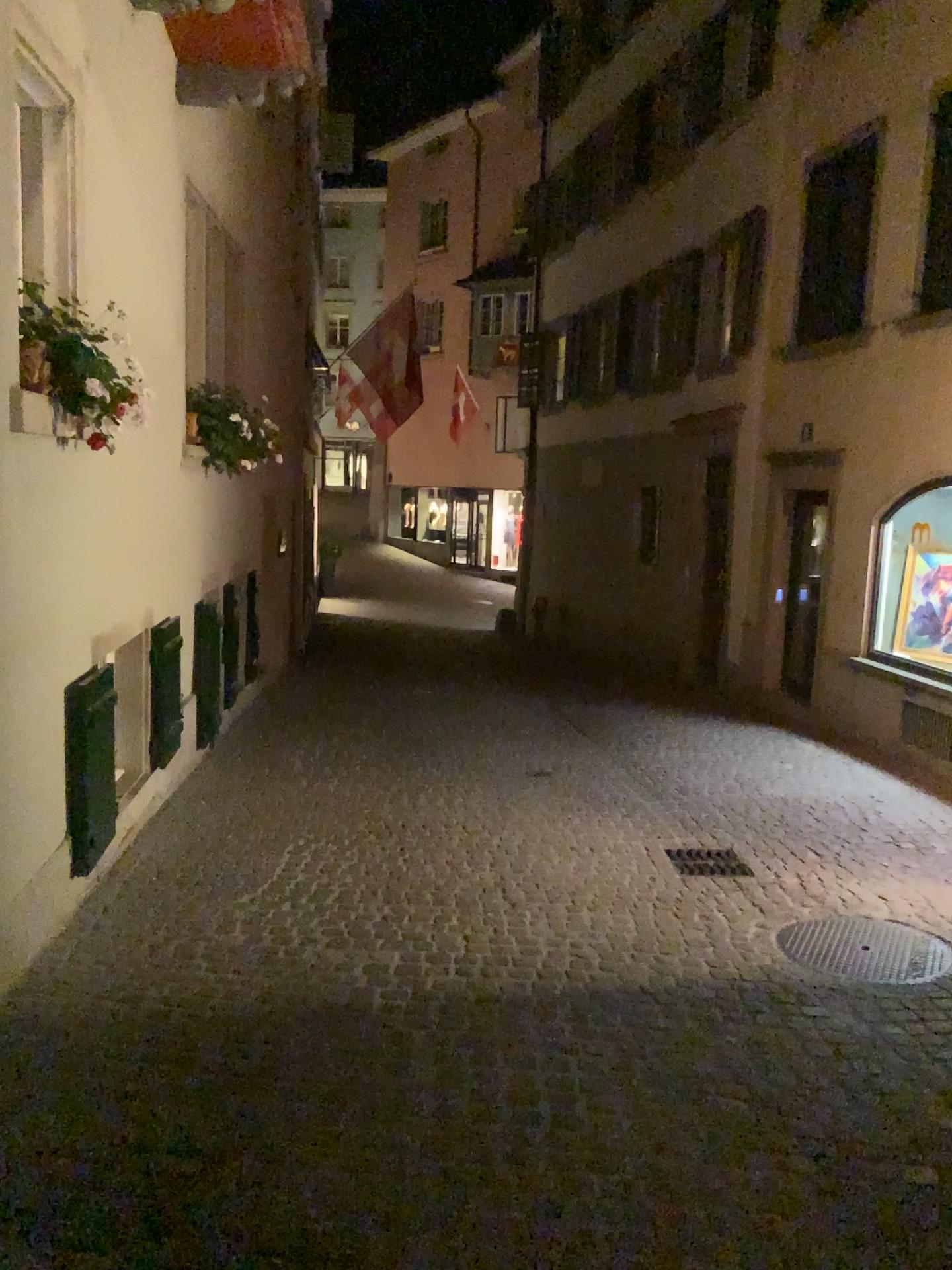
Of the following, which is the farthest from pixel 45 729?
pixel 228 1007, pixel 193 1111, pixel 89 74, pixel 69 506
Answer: pixel 89 74
